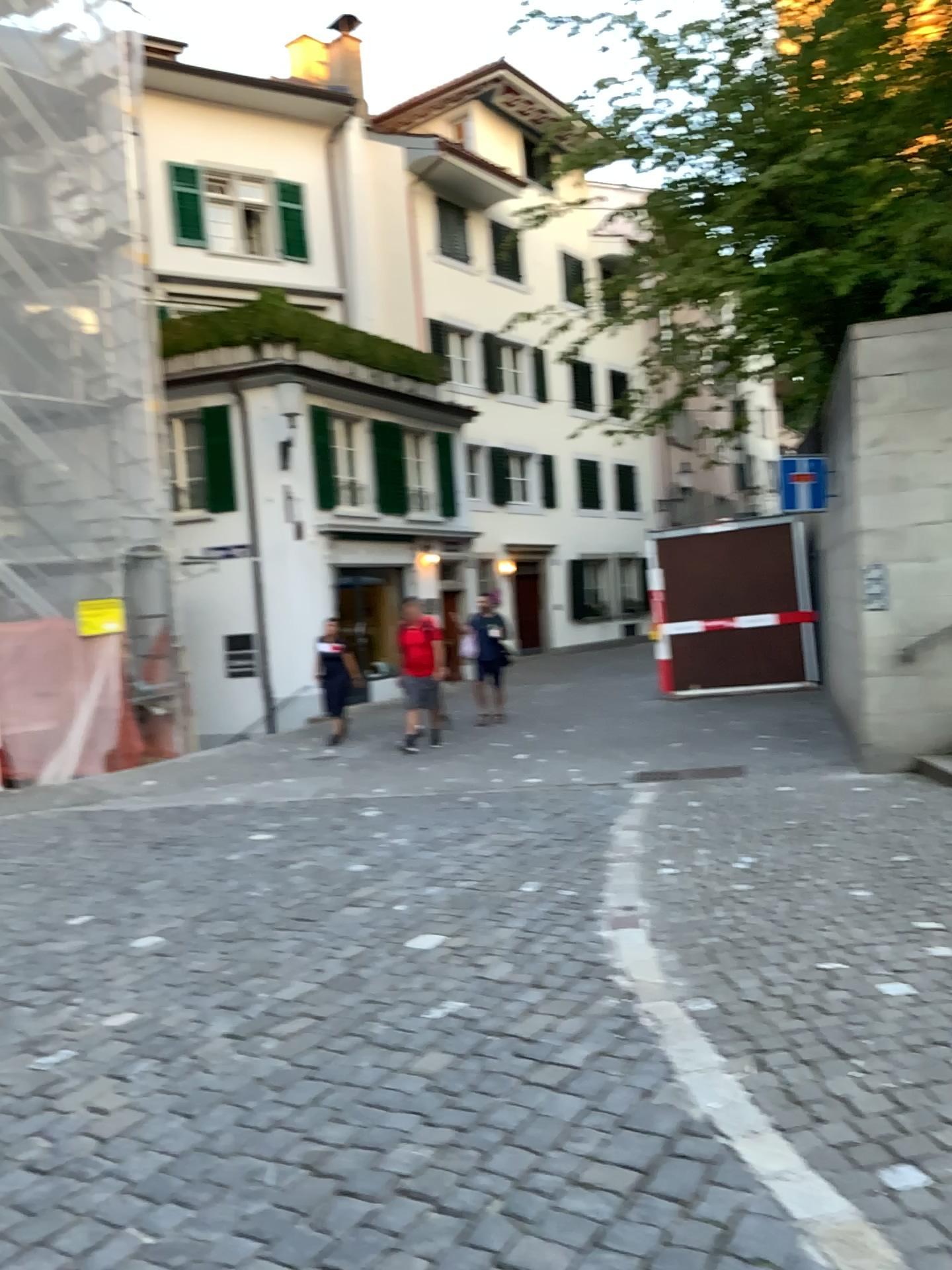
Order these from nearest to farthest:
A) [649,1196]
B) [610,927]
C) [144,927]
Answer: [649,1196]
[610,927]
[144,927]
